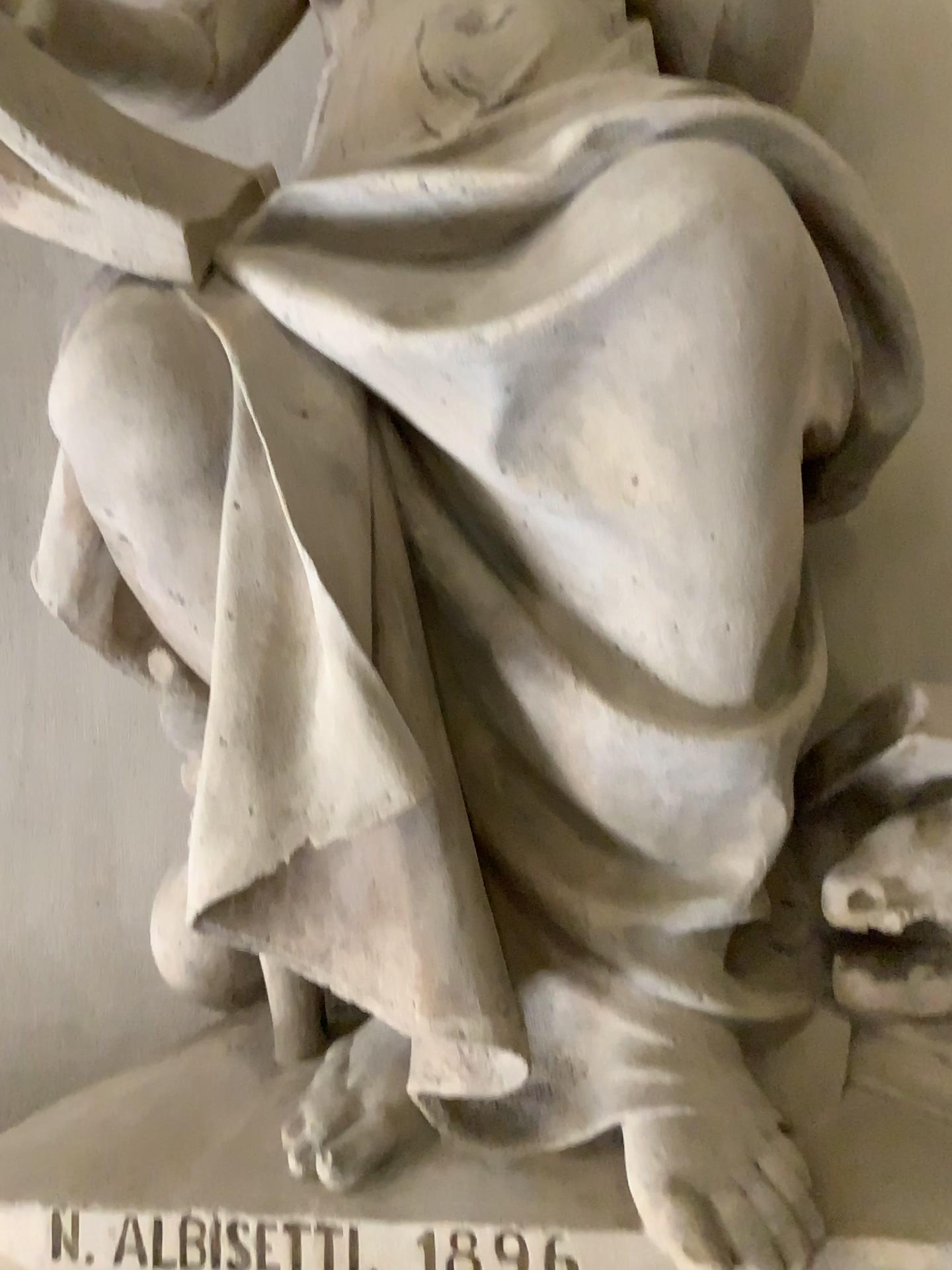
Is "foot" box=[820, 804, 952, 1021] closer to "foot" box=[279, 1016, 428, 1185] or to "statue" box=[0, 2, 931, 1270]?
"statue" box=[0, 2, 931, 1270]

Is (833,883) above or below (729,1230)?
above

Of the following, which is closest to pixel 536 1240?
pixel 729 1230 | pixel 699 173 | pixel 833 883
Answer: pixel 729 1230

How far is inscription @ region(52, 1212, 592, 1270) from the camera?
1.1m

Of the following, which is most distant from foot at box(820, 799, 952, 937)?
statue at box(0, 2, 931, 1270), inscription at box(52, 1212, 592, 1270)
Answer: inscription at box(52, 1212, 592, 1270)

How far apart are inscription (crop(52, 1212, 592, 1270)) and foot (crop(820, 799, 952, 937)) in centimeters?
48cm

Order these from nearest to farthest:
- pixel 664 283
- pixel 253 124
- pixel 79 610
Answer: pixel 664 283 < pixel 79 610 < pixel 253 124

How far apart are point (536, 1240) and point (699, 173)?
1.12m

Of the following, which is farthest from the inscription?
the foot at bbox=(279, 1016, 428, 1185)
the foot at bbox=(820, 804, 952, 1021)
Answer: the foot at bbox=(820, 804, 952, 1021)

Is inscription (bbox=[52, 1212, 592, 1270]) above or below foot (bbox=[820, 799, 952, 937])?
below
